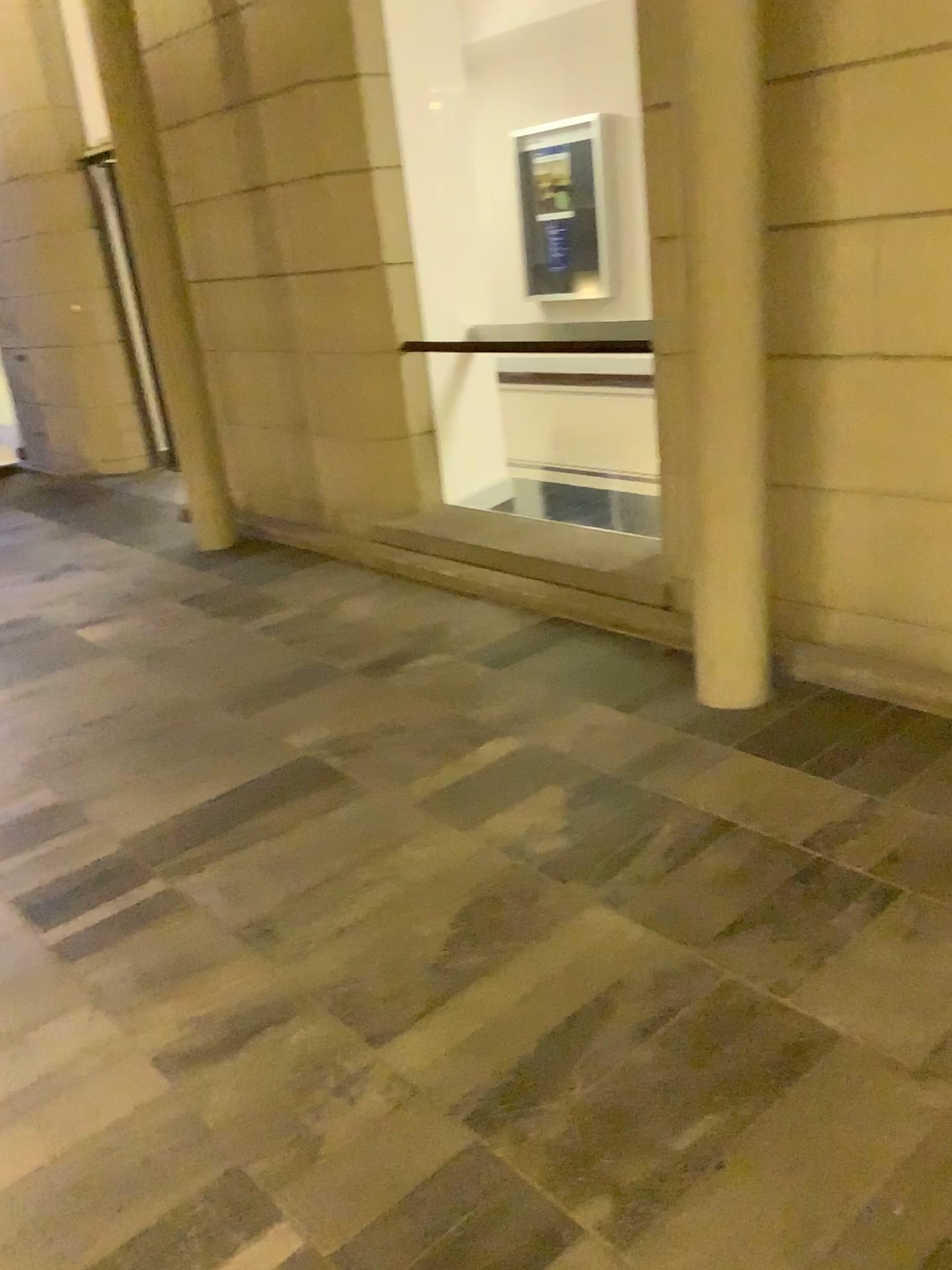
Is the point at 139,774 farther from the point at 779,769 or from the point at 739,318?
the point at 739,318
